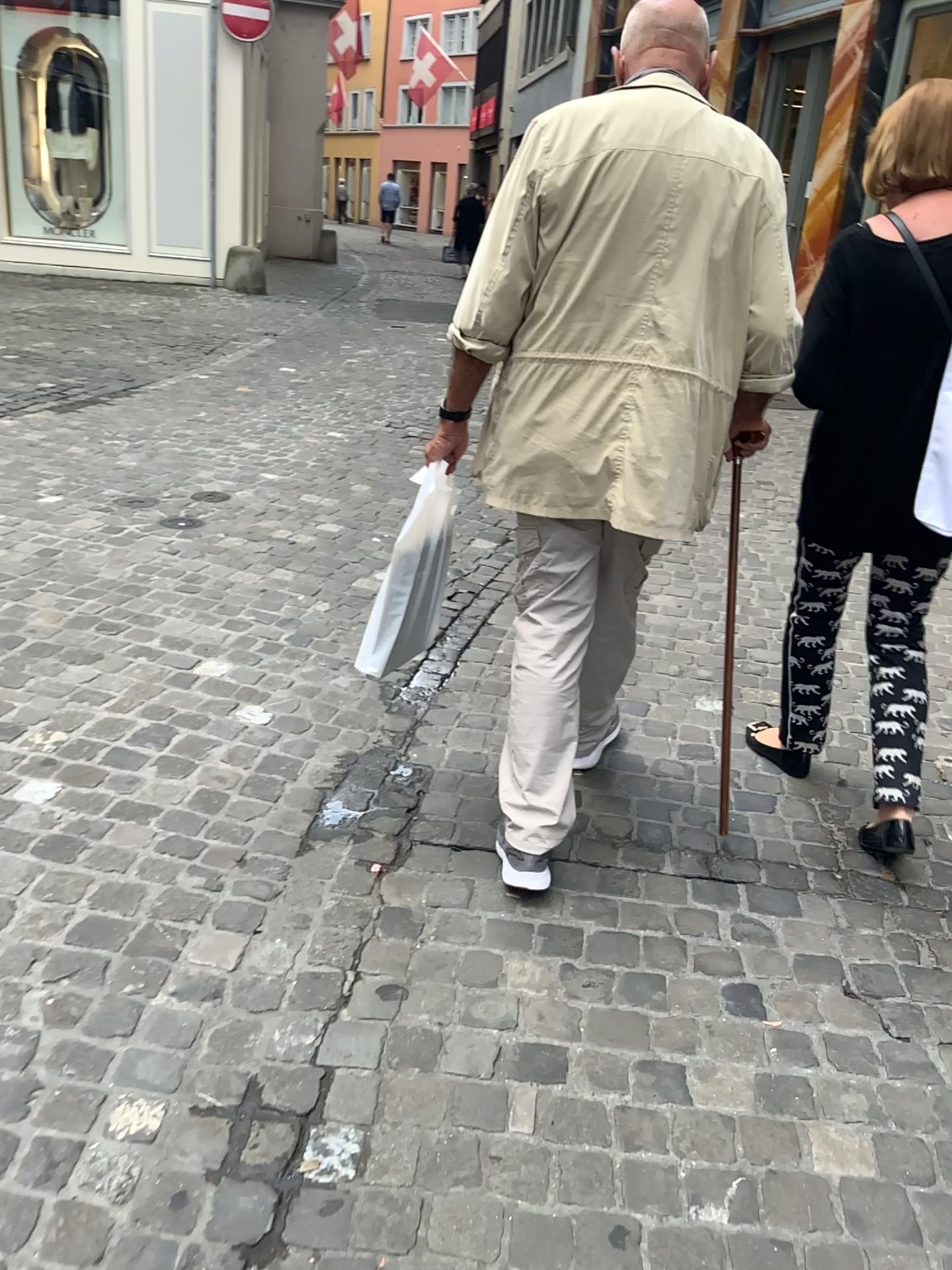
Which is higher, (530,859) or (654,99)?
(654,99)

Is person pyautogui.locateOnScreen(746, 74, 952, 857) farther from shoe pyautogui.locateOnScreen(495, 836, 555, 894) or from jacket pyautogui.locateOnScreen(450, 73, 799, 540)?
shoe pyautogui.locateOnScreen(495, 836, 555, 894)

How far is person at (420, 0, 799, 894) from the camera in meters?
1.8

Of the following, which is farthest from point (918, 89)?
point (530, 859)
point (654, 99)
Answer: point (530, 859)

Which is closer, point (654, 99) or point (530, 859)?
point (654, 99)

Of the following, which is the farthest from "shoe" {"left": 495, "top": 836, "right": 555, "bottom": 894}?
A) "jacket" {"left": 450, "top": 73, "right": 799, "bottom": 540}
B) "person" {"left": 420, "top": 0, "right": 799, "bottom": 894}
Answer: A: "jacket" {"left": 450, "top": 73, "right": 799, "bottom": 540}

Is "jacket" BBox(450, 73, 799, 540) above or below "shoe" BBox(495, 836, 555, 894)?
above

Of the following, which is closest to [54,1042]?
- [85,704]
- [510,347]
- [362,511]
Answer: [85,704]

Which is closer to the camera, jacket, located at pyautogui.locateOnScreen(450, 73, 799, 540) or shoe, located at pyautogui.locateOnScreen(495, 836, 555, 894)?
jacket, located at pyautogui.locateOnScreen(450, 73, 799, 540)

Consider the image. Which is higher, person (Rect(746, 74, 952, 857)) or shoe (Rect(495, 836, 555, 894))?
person (Rect(746, 74, 952, 857))
